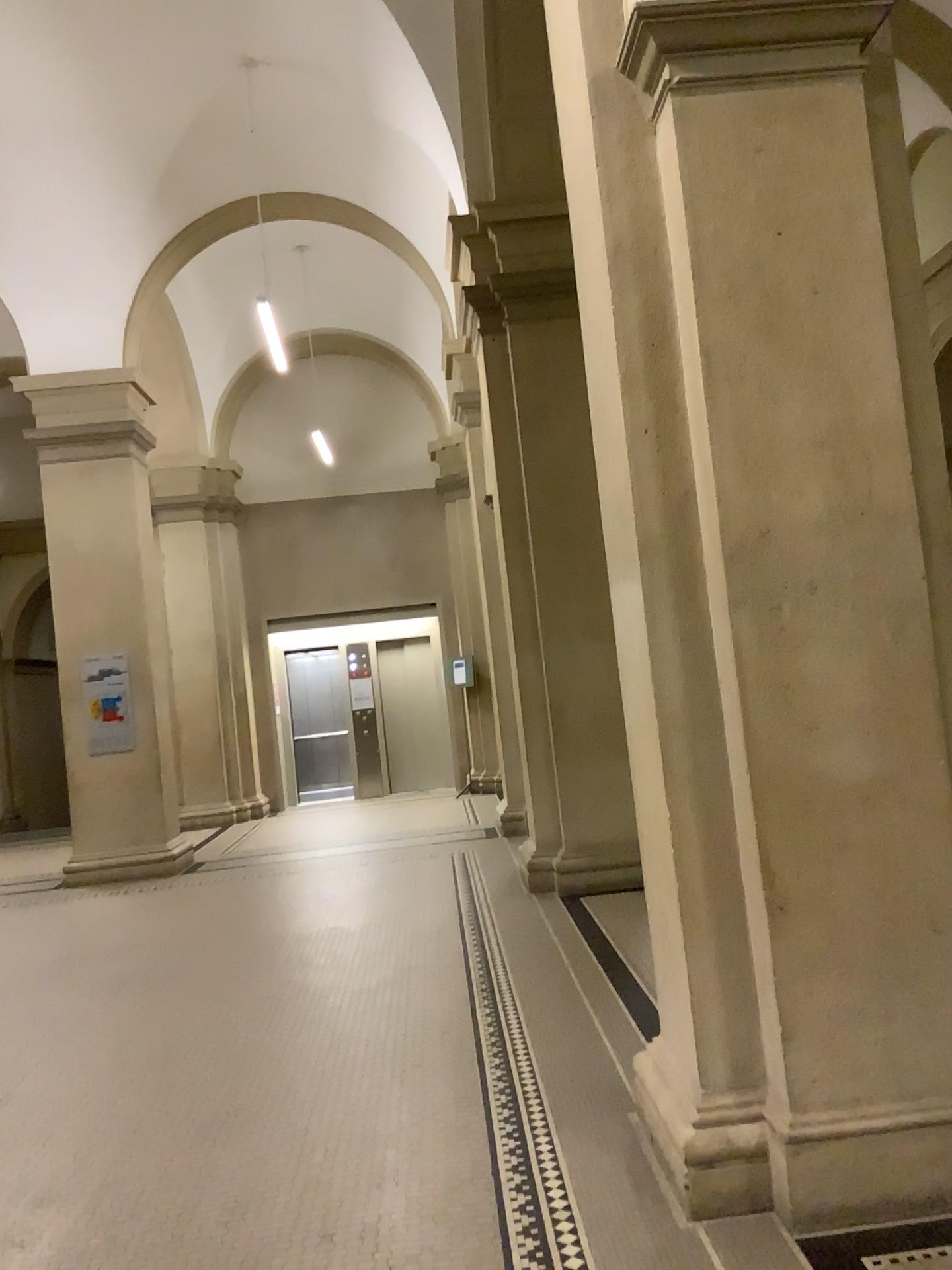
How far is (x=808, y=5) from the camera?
2.88m

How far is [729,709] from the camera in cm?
286

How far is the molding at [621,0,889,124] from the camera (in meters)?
2.88
